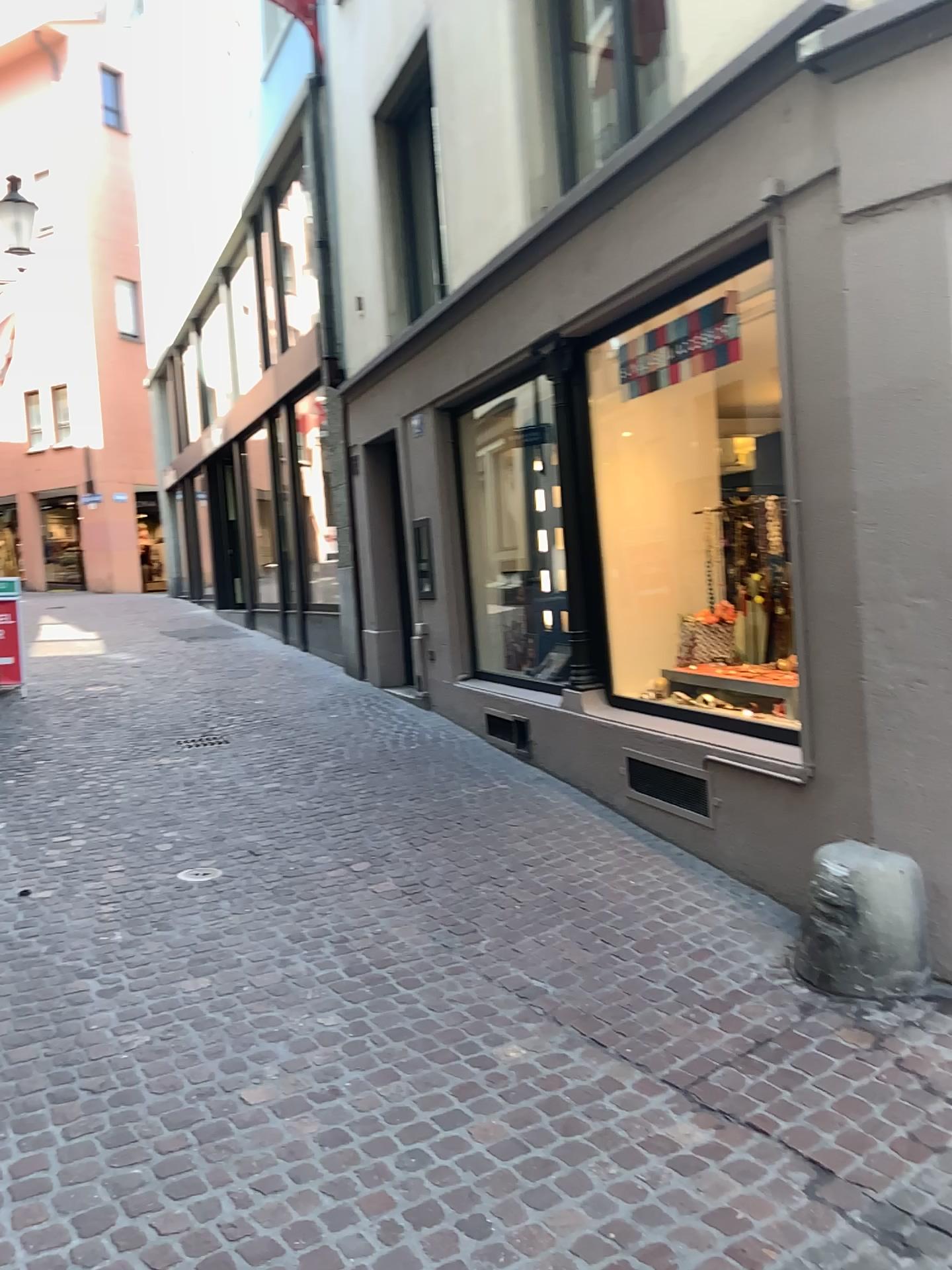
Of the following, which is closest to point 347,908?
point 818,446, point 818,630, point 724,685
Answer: point 724,685
